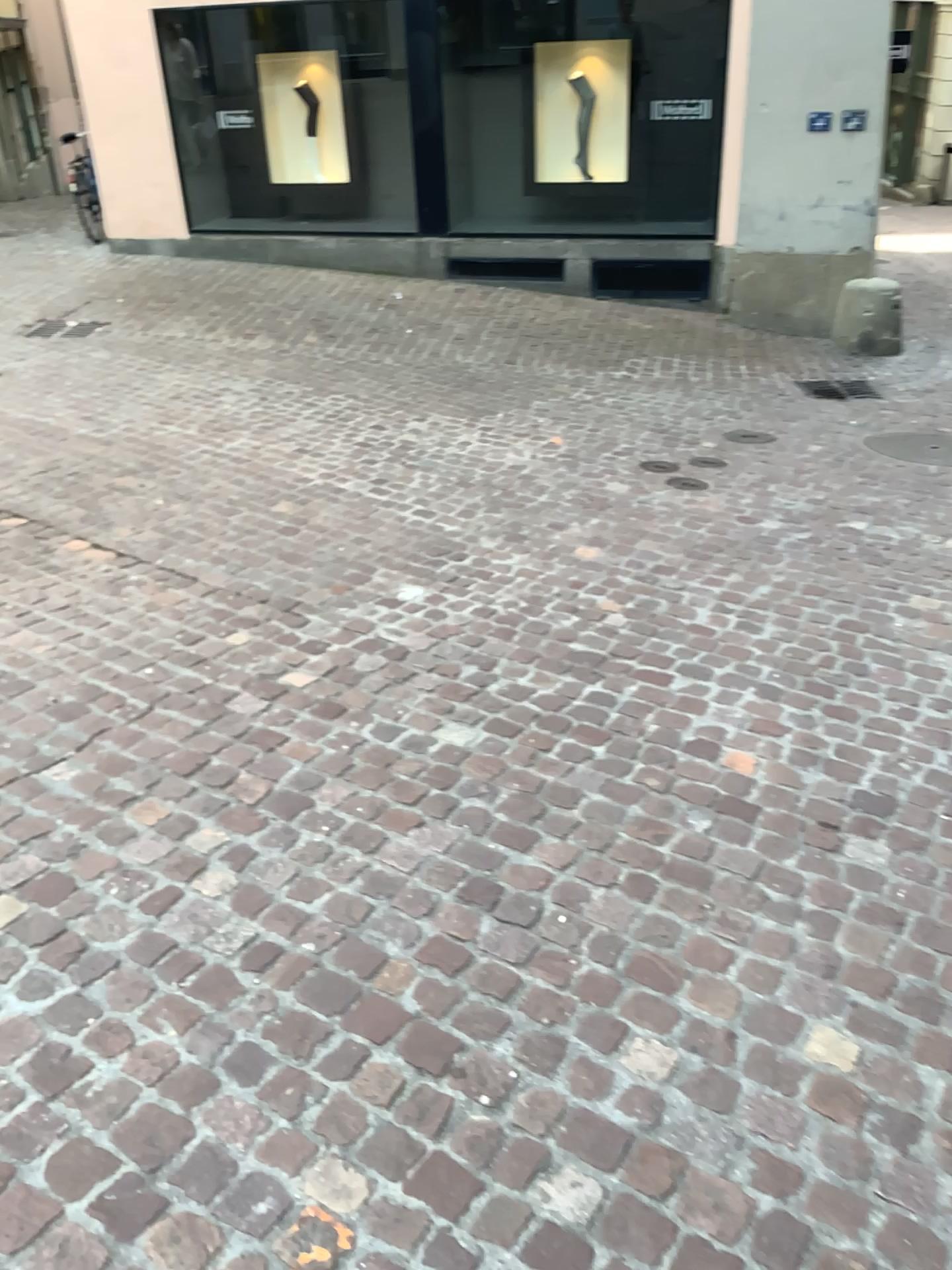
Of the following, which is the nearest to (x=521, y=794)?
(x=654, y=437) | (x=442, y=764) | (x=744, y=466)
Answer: (x=442, y=764)
